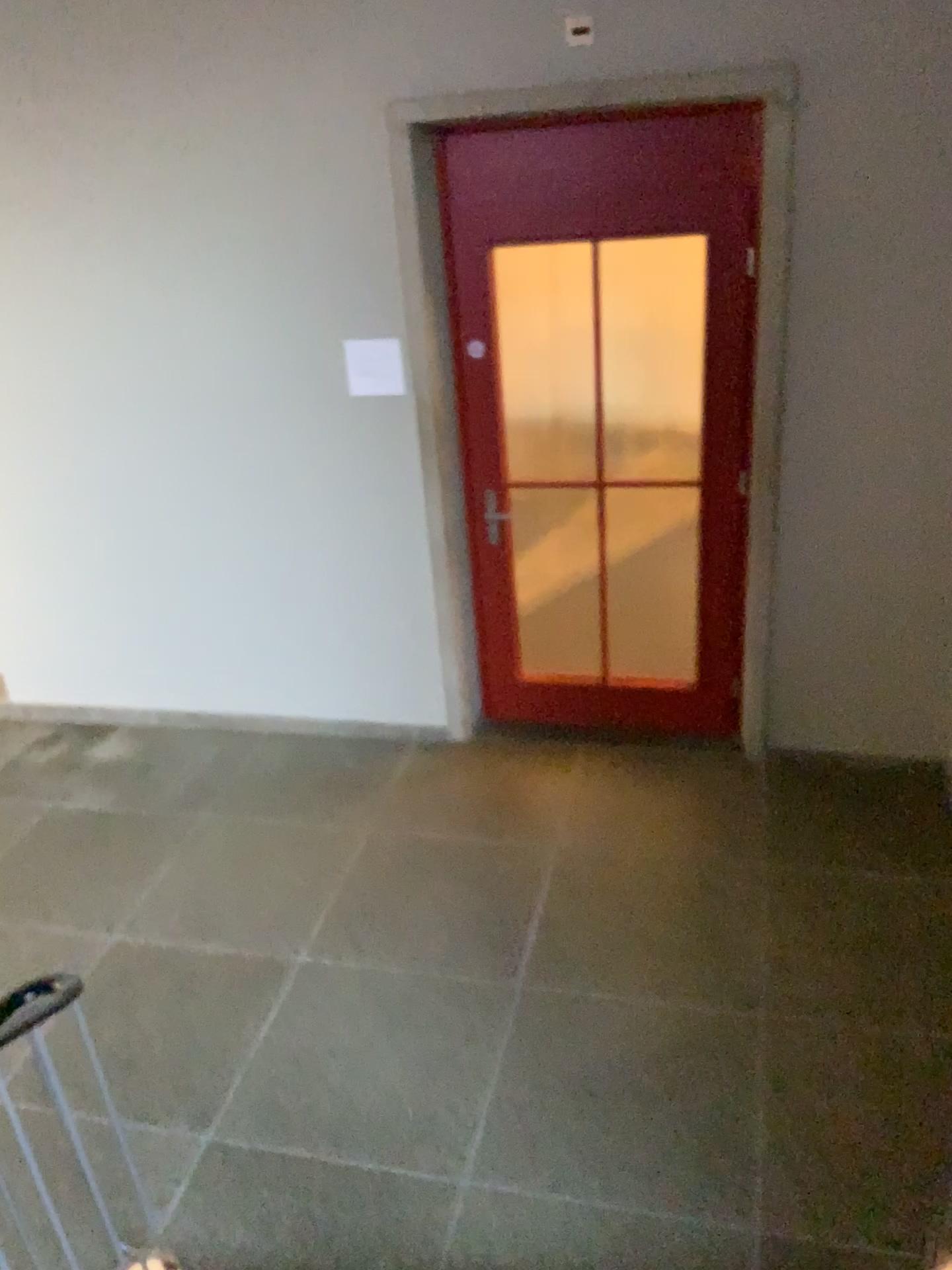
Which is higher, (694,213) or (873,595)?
(694,213)
